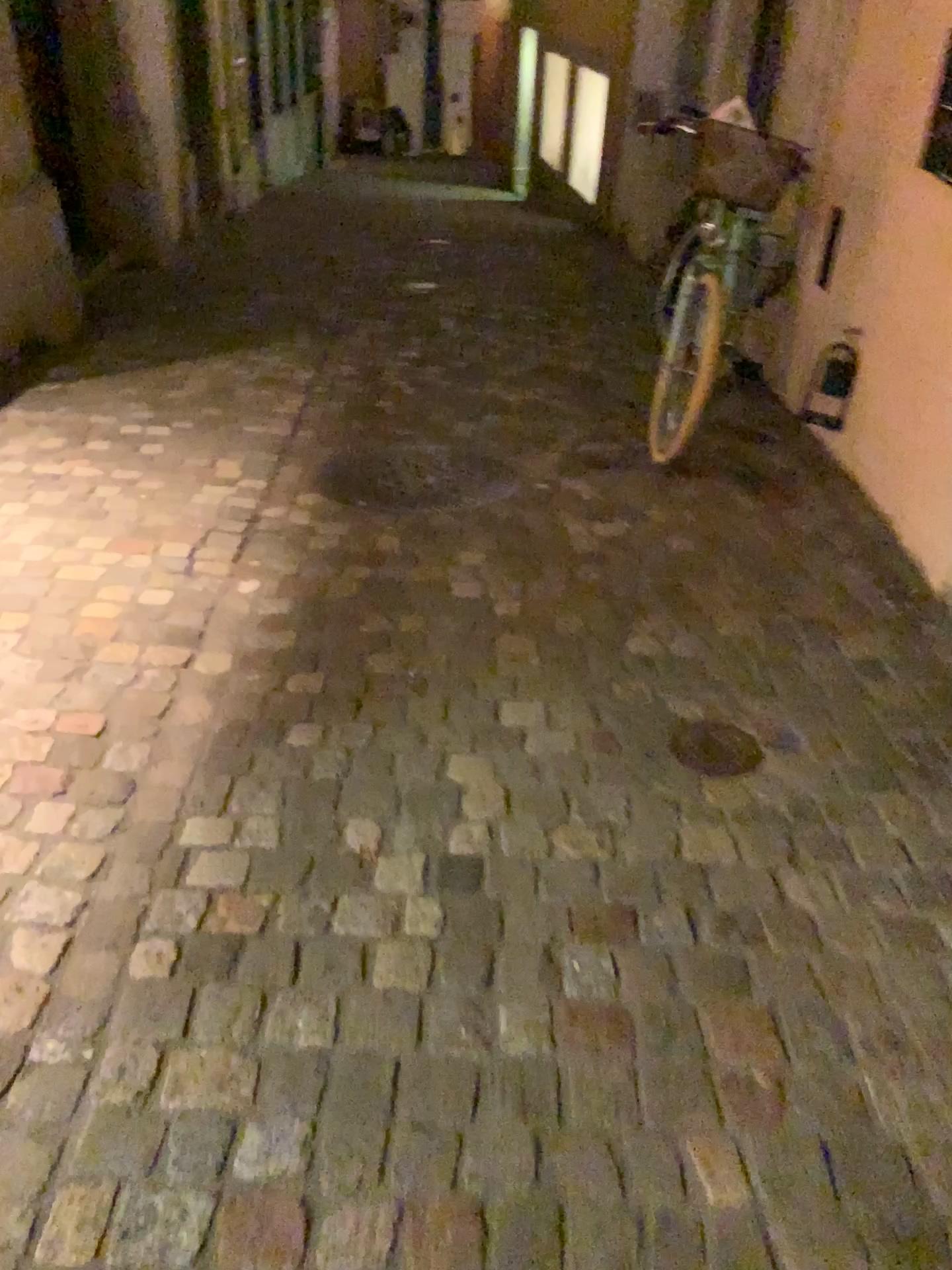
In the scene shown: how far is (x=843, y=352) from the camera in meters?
3.9 m

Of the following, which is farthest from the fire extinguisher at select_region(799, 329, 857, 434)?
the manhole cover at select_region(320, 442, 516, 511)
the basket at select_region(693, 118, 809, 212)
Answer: the manhole cover at select_region(320, 442, 516, 511)

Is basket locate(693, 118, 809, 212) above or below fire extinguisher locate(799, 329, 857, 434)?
above

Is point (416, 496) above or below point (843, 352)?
below

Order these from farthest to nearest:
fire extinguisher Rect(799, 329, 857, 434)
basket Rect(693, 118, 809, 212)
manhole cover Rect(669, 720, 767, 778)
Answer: fire extinguisher Rect(799, 329, 857, 434) < basket Rect(693, 118, 809, 212) < manhole cover Rect(669, 720, 767, 778)

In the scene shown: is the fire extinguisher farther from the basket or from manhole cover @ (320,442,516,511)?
manhole cover @ (320,442,516,511)

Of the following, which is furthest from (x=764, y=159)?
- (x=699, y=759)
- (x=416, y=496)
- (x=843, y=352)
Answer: (x=699, y=759)

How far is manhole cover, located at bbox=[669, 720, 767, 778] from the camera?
2.1m

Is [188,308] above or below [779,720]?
below

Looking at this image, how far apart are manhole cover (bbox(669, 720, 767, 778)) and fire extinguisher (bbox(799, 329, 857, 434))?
2.1 meters
